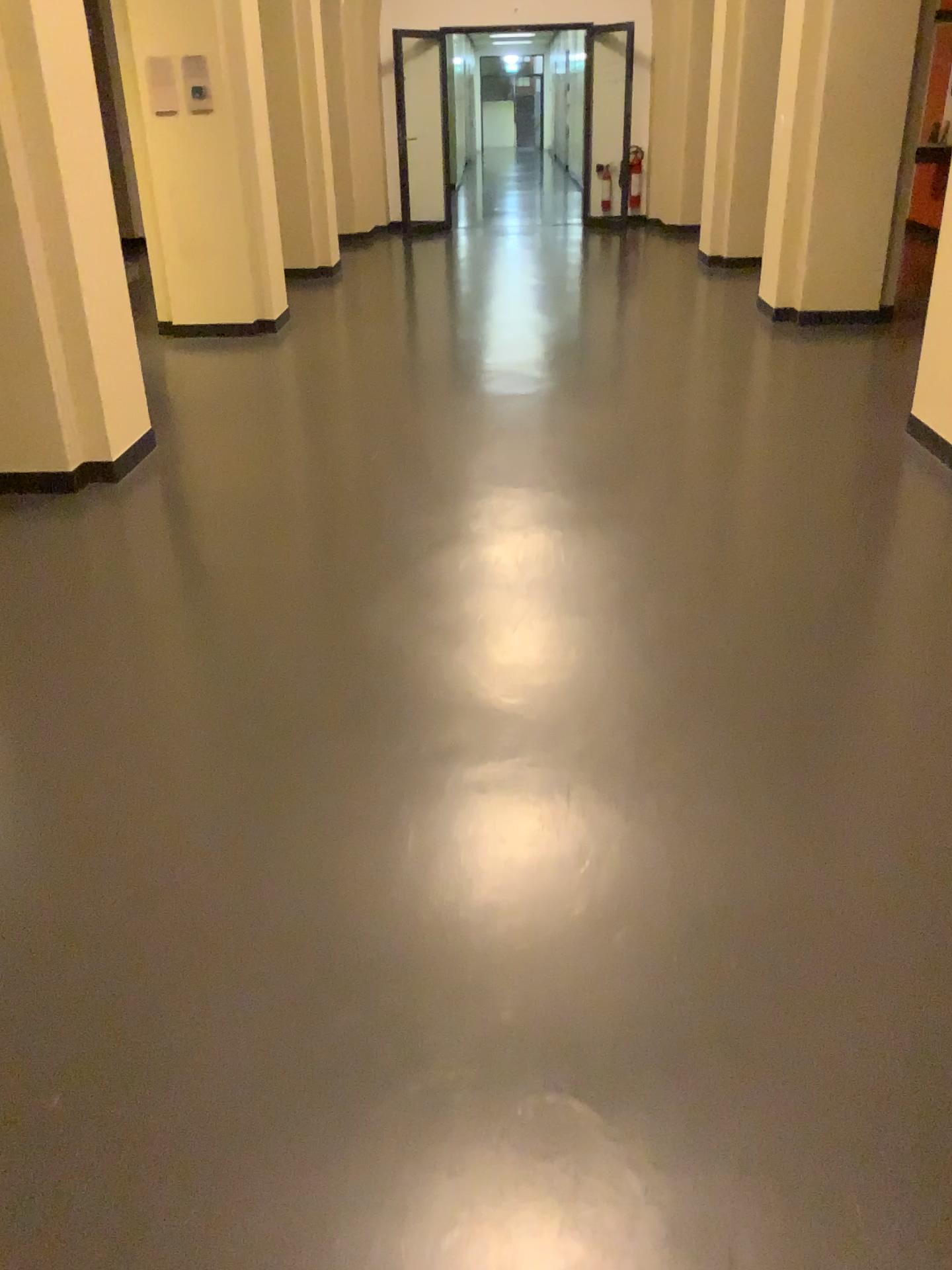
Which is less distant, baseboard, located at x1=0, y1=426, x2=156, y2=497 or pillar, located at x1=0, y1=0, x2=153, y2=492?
pillar, located at x1=0, y1=0, x2=153, y2=492

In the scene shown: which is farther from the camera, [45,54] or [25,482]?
[25,482]

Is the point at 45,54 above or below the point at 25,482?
above

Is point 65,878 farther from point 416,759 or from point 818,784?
point 818,784
